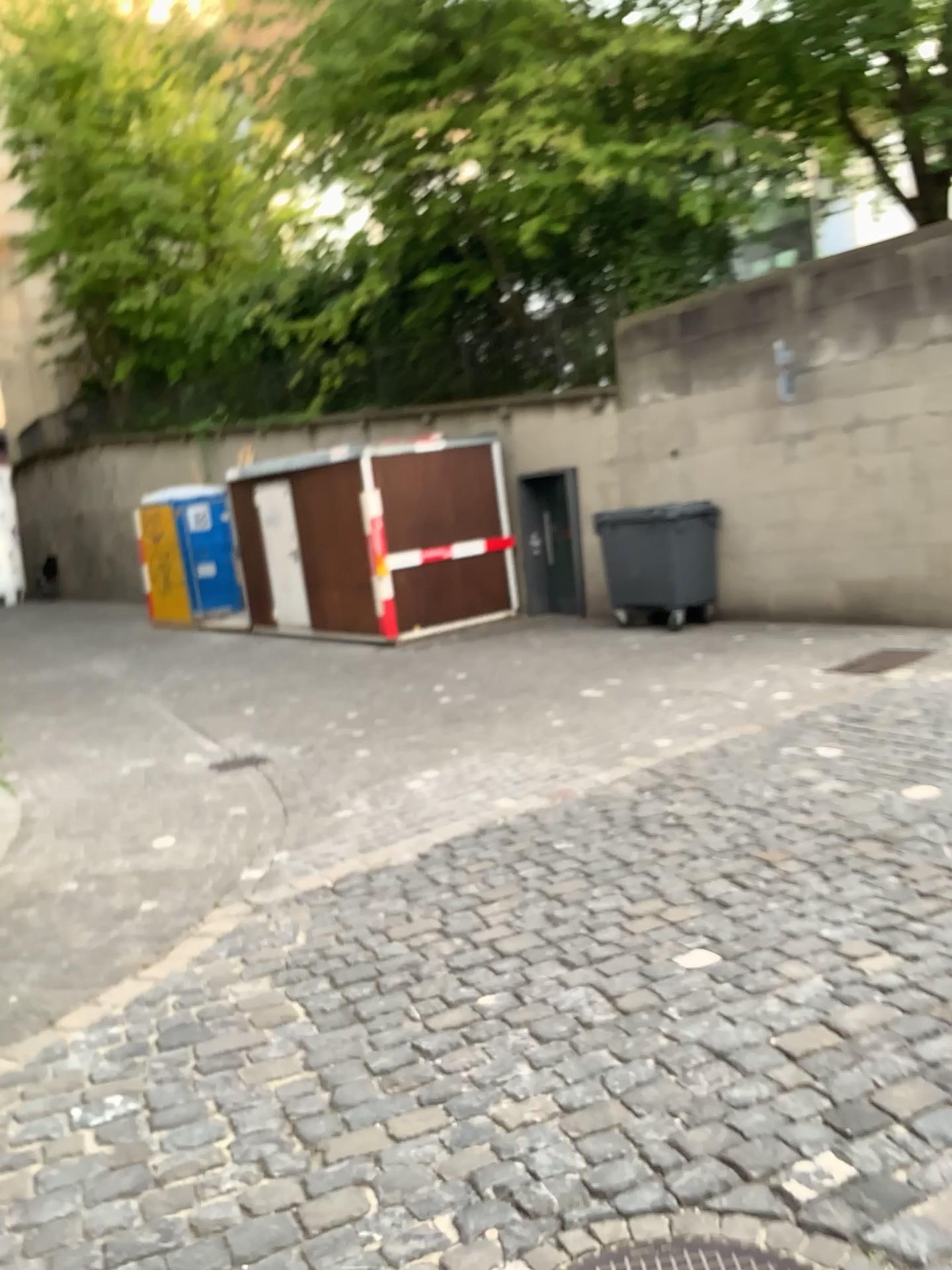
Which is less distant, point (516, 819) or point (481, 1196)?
point (481, 1196)

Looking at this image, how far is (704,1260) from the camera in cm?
209

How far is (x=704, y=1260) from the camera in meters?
2.1

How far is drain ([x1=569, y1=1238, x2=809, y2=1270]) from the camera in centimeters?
209cm

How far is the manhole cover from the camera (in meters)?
2.09
